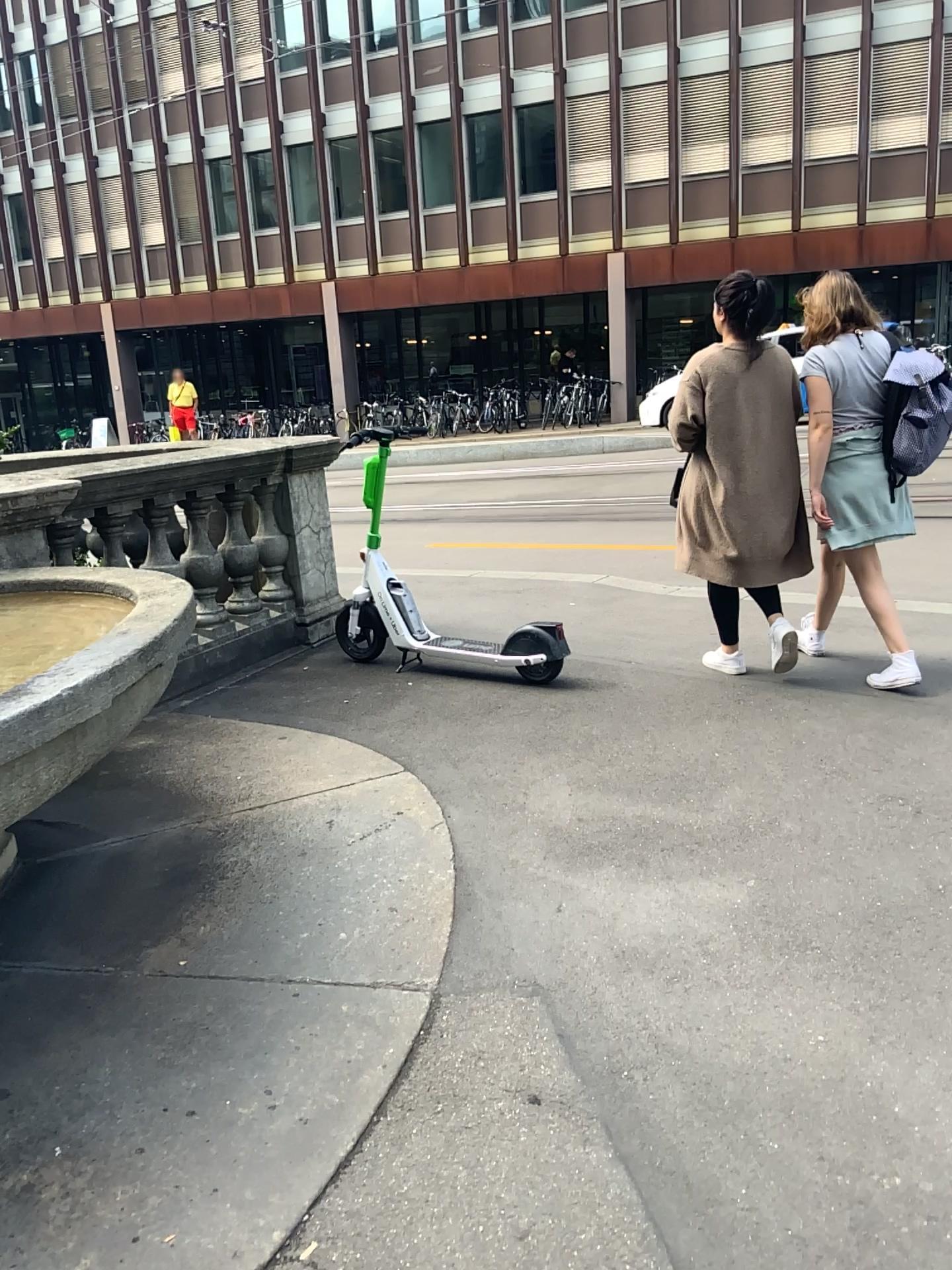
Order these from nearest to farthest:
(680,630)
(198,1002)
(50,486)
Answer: (198,1002)
(50,486)
(680,630)
